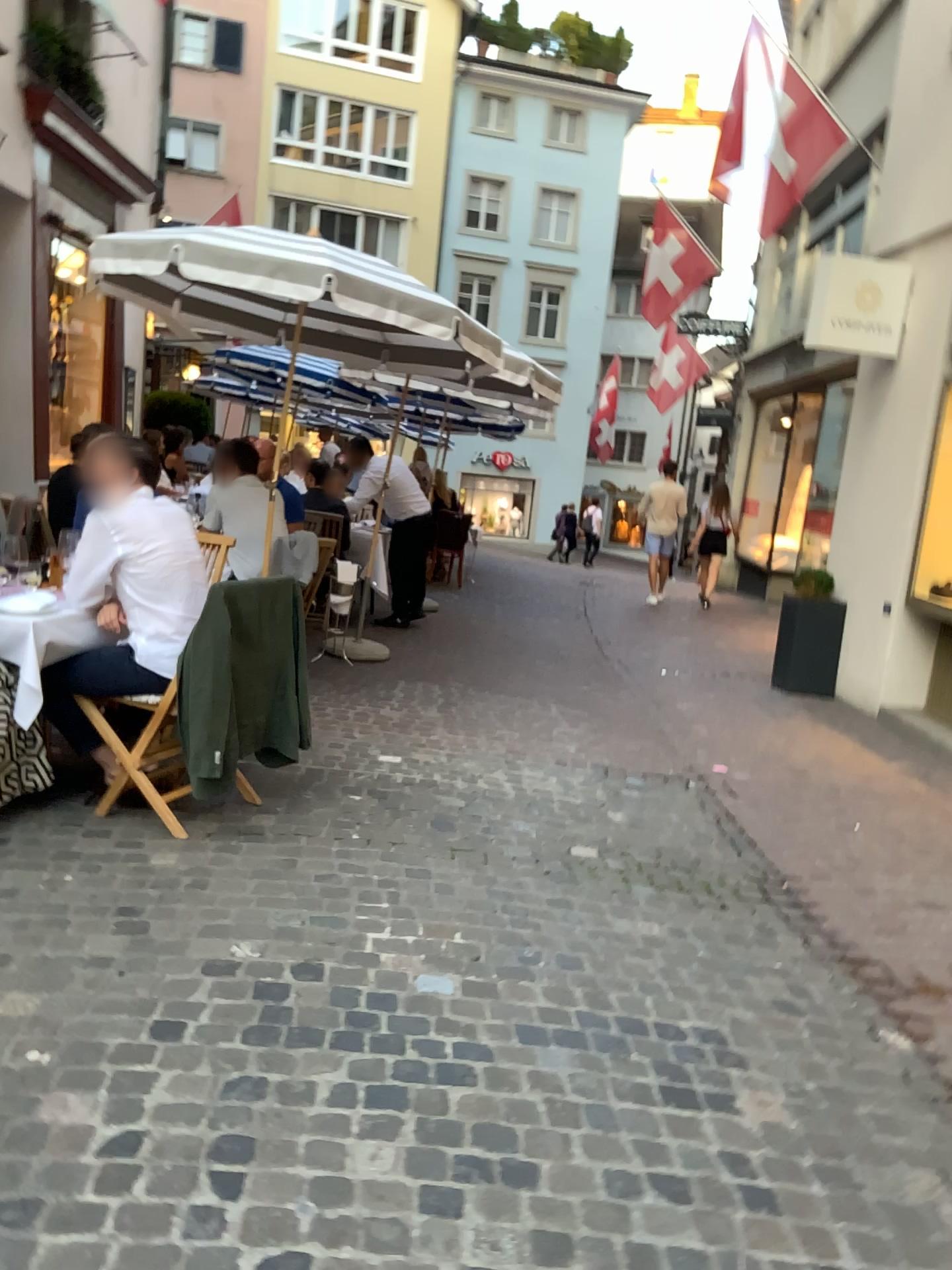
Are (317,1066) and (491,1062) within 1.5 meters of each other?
yes

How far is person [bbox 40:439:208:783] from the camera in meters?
3.7

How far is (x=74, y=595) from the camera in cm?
367
